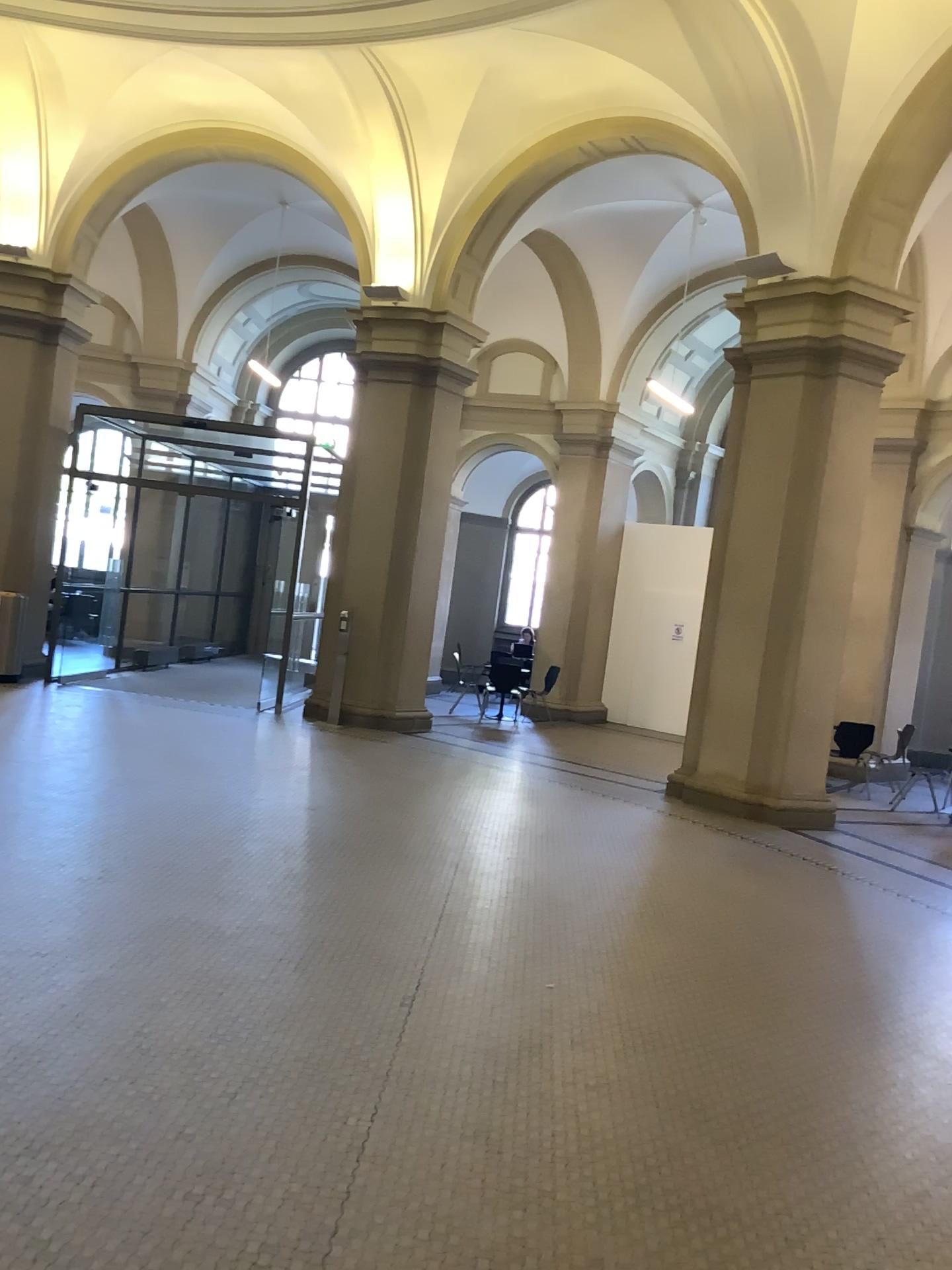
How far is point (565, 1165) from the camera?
3.1 meters
